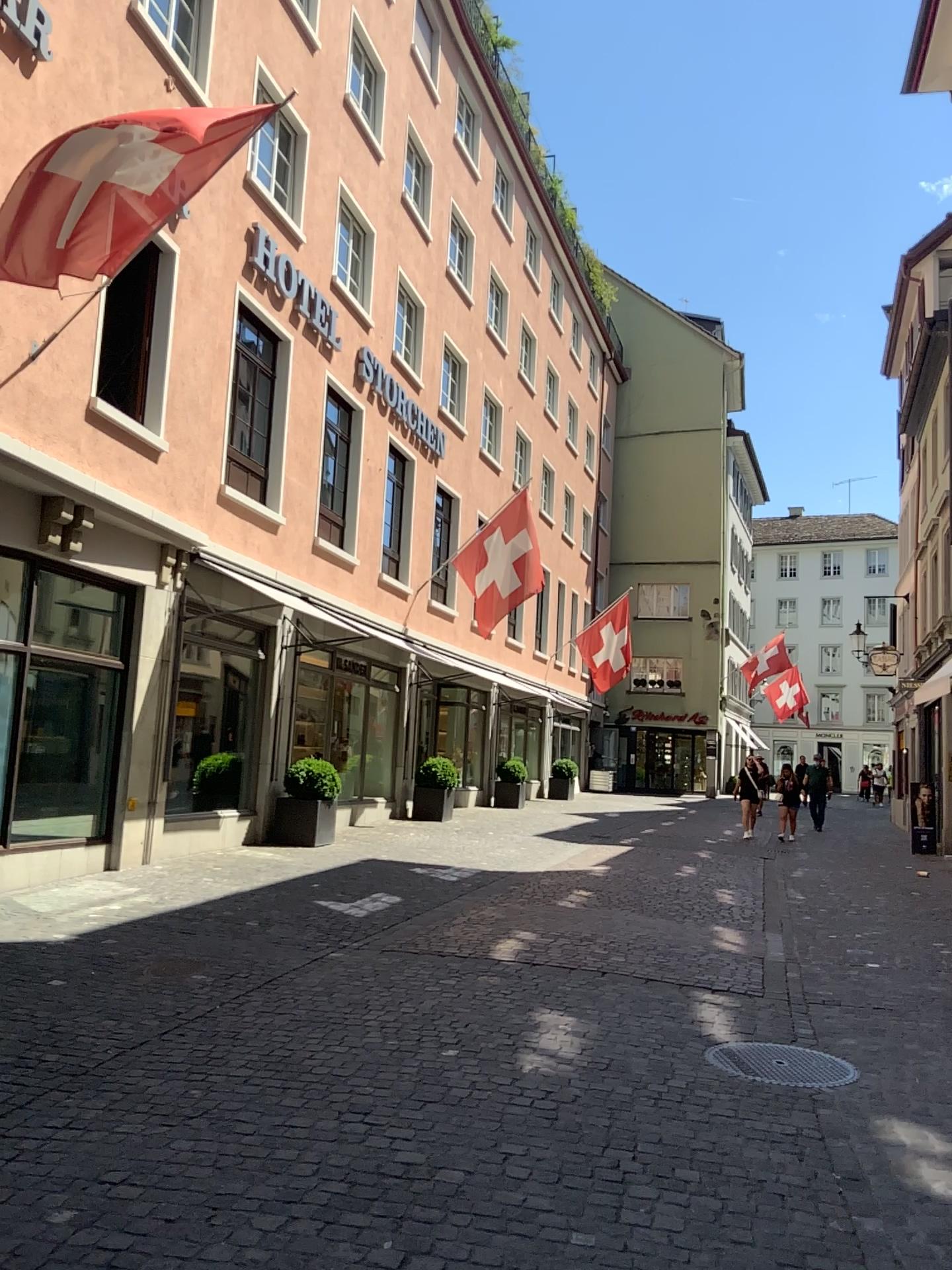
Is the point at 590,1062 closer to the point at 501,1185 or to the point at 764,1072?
the point at 764,1072
